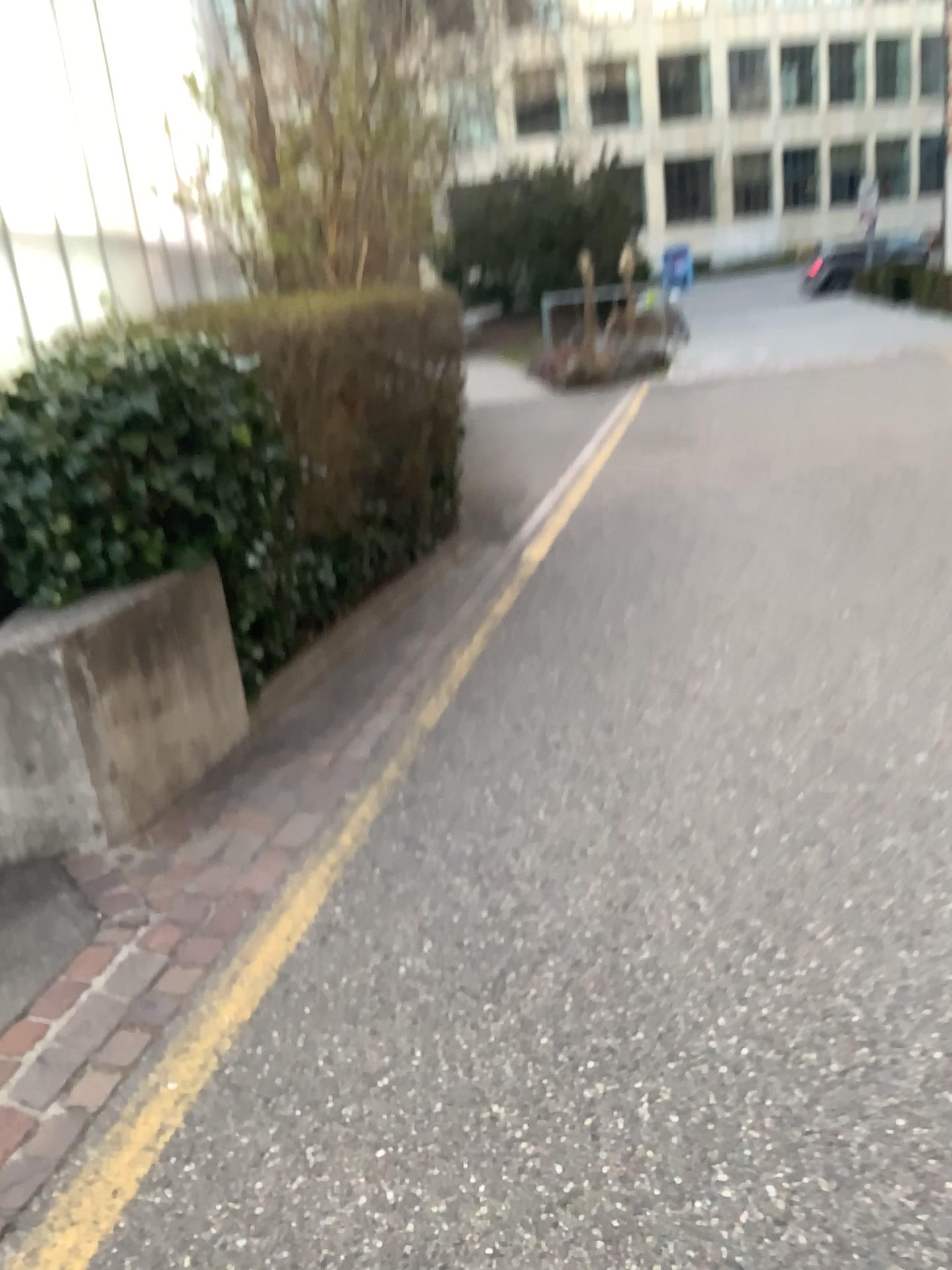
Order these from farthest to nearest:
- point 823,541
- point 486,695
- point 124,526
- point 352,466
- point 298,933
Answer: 1. point 823,541
2. point 352,466
3. point 486,695
4. point 124,526
5. point 298,933
